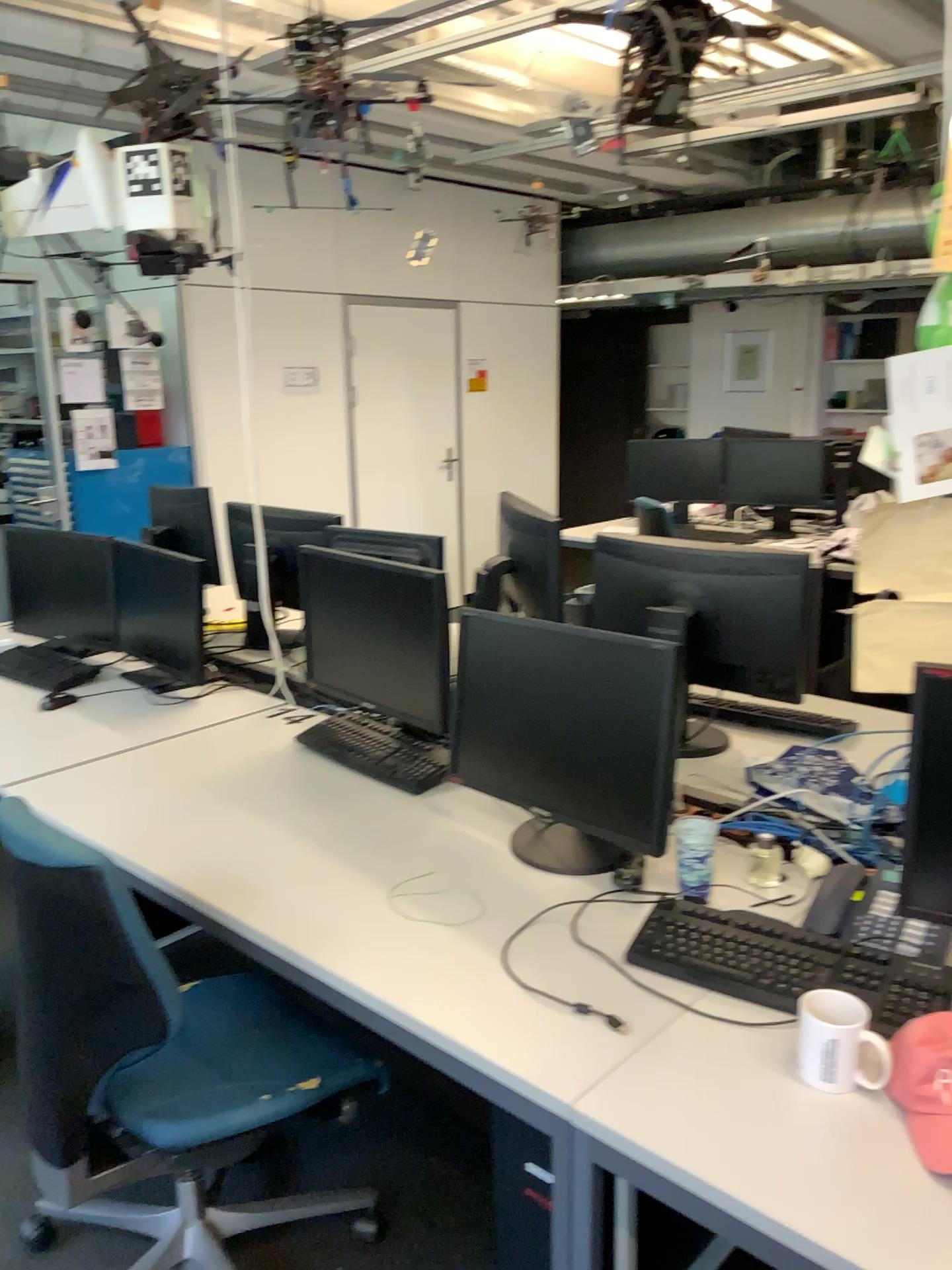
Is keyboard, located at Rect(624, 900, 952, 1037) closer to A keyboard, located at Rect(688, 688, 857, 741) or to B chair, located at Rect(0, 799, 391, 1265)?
B chair, located at Rect(0, 799, 391, 1265)

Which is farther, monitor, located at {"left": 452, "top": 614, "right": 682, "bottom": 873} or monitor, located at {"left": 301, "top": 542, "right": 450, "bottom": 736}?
monitor, located at {"left": 301, "top": 542, "right": 450, "bottom": 736}

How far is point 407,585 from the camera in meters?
2.3

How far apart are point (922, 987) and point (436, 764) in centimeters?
115cm

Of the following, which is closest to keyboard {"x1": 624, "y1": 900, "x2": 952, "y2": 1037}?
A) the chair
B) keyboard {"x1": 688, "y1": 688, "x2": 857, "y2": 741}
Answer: the chair

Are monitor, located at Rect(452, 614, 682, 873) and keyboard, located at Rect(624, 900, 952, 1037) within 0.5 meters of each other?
yes

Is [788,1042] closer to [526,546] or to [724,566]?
[724,566]

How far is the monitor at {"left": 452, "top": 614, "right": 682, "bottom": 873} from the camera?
1.8 meters

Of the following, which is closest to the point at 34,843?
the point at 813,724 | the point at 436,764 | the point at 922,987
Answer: the point at 436,764

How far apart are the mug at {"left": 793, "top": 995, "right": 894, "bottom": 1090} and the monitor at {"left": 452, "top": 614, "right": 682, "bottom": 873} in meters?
0.4 m
